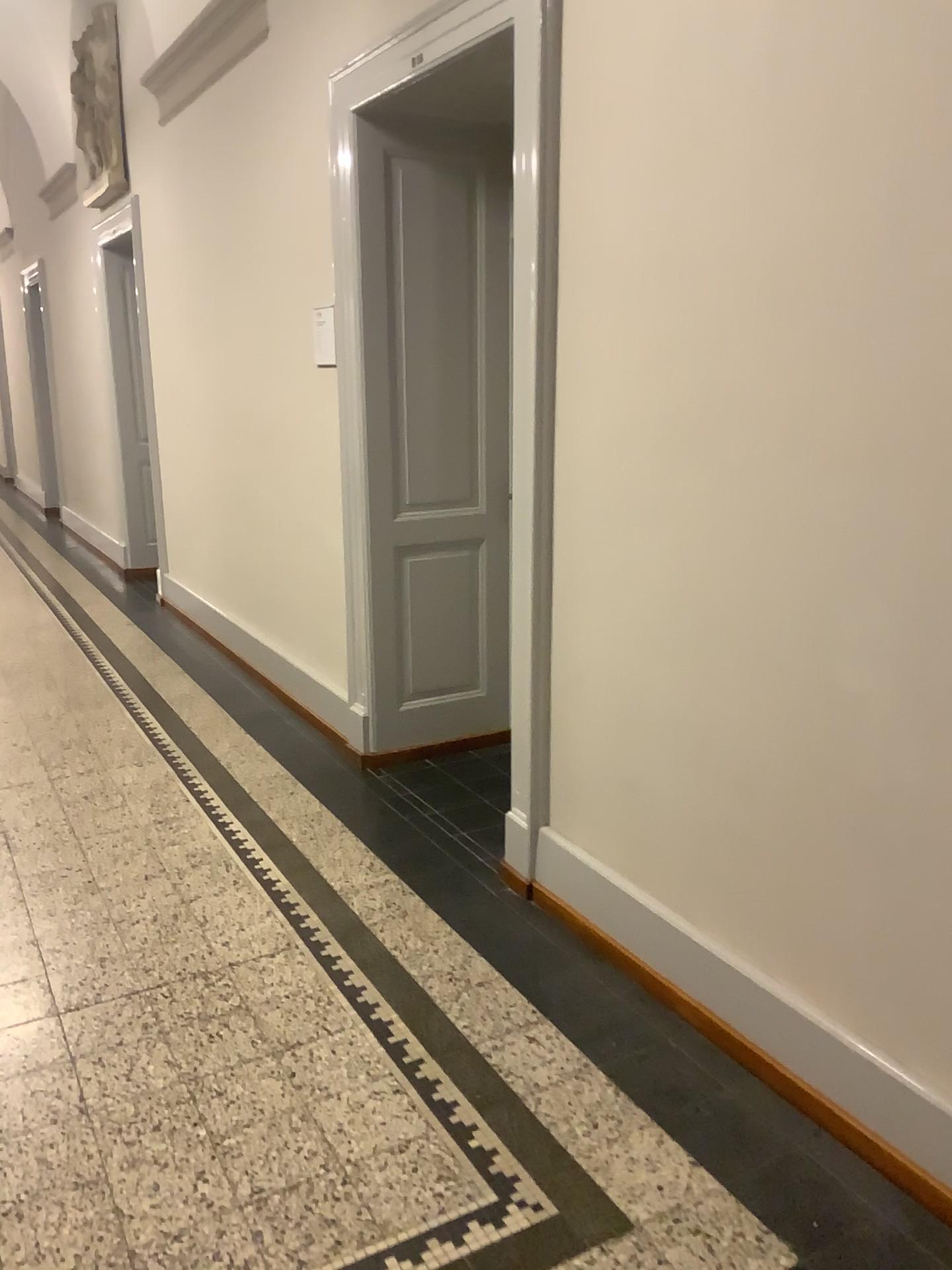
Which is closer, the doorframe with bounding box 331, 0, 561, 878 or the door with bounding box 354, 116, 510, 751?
the doorframe with bounding box 331, 0, 561, 878

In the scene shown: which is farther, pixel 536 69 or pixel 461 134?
pixel 461 134

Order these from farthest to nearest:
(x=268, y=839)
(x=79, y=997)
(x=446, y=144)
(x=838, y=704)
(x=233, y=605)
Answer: (x=233, y=605) < (x=446, y=144) < (x=268, y=839) < (x=79, y=997) < (x=838, y=704)
